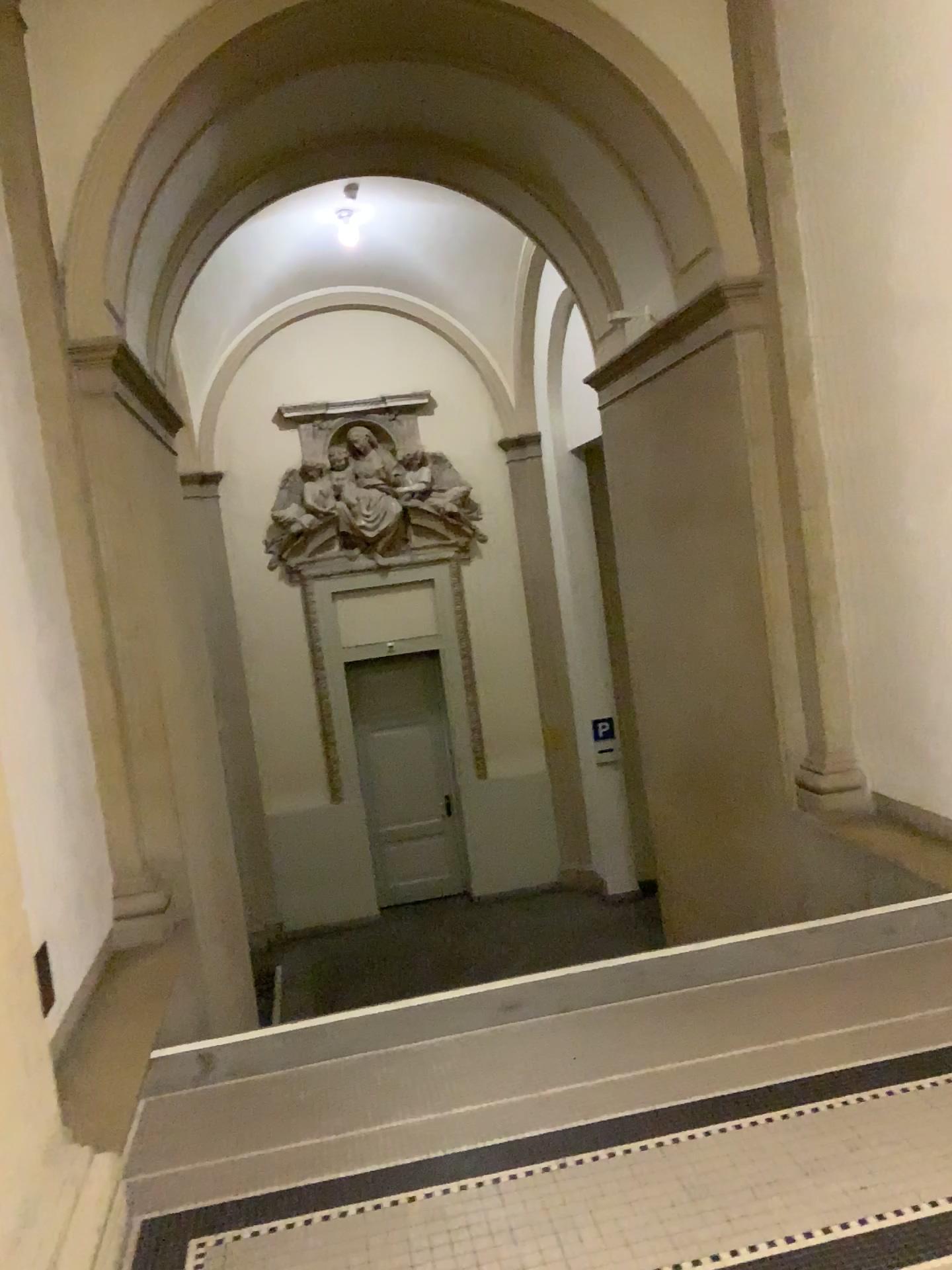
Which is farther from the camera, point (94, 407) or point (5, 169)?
point (94, 407)

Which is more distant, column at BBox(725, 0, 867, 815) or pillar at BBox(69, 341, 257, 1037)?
column at BBox(725, 0, 867, 815)

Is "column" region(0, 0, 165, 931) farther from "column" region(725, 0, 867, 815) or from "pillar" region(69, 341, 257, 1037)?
"column" region(725, 0, 867, 815)

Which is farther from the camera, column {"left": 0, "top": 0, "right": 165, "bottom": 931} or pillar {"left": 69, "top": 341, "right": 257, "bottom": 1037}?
pillar {"left": 69, "top": 341, "right": 257, "bottom": 1037}

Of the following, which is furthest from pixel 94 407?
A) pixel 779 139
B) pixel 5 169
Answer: pixel 779 139

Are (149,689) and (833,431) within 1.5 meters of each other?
no

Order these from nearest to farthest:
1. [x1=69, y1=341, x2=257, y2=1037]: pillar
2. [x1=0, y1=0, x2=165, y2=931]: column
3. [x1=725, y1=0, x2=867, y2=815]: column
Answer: [x1=0, y1=0, x2=165, y2=931]: column, [x1=69, y1=341, x2=257, y2=1037]: pillar, [x1=725, y1=0, x2=867, y2=815]: column

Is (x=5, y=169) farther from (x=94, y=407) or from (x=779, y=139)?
(x=779, y=139)

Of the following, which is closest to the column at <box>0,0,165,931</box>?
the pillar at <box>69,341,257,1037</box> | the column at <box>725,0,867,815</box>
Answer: the pillar at <box>69,341,257,1037</box>
